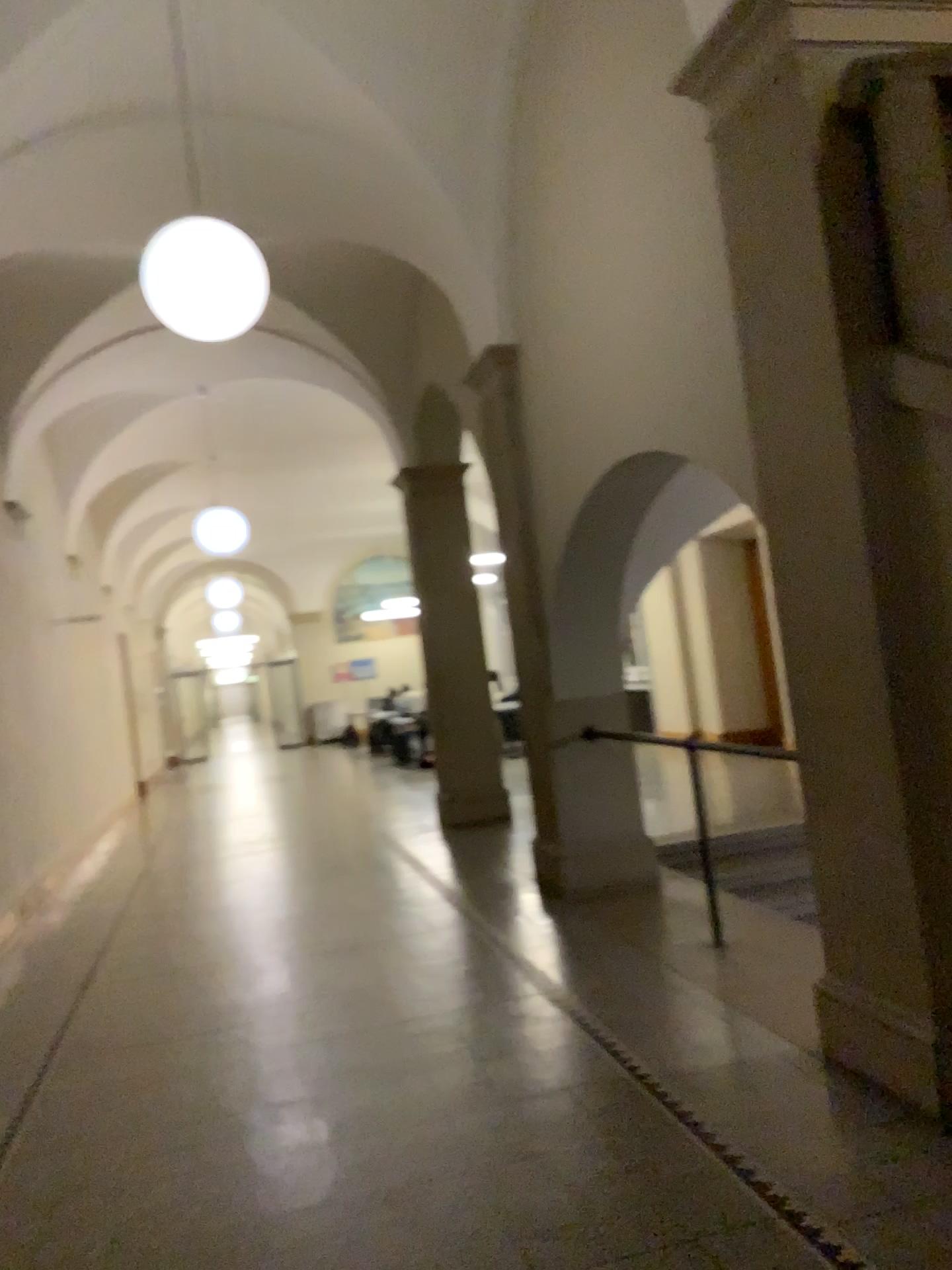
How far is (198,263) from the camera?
4.36m

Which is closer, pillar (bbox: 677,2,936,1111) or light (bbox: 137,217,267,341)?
pillar (bbox: 677,2,936,1111)

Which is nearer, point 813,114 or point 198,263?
point 813,114

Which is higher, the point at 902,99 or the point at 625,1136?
the point at 902,99

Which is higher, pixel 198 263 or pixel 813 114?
pixel 198 263

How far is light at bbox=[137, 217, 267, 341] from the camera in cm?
436
